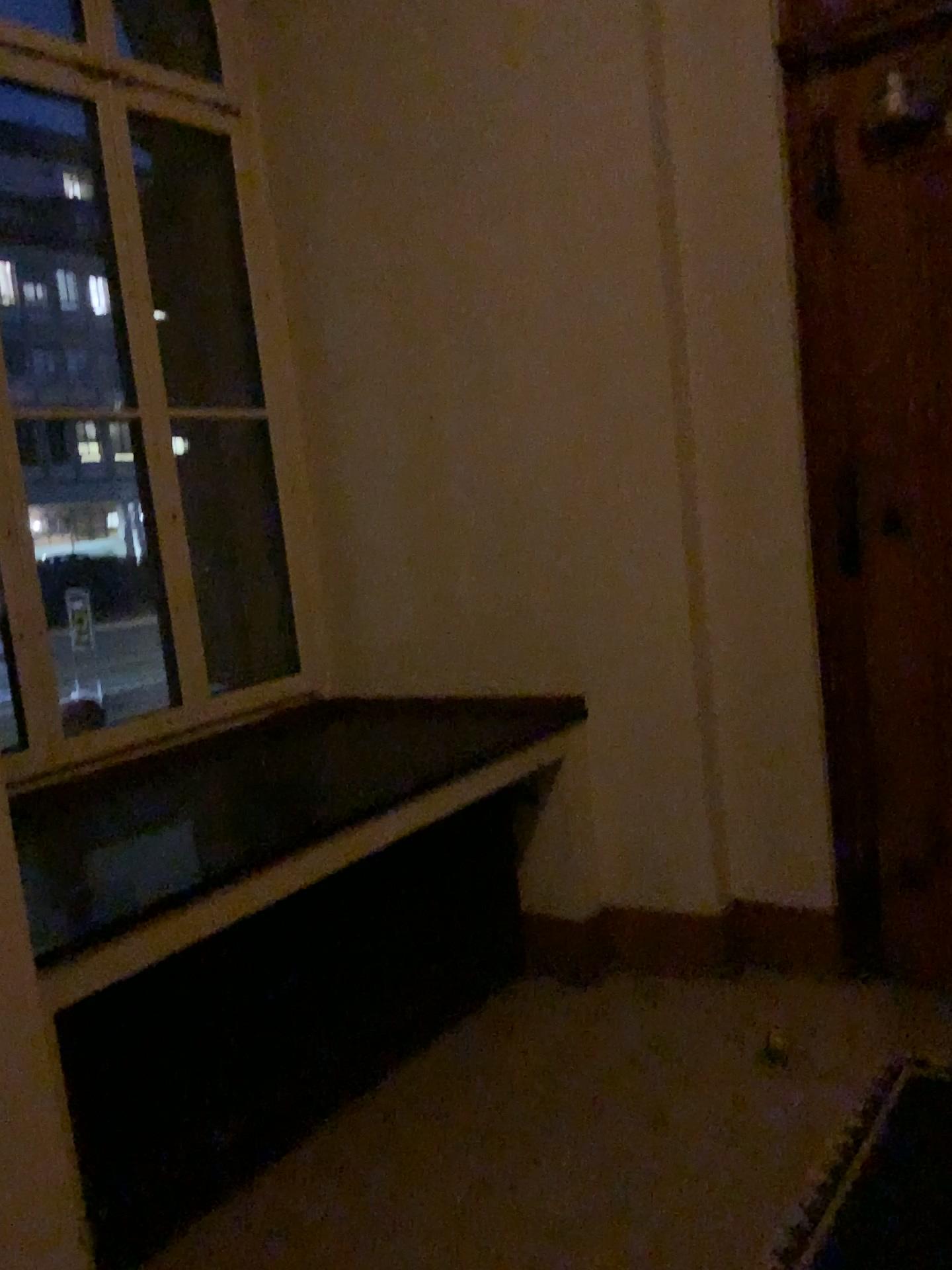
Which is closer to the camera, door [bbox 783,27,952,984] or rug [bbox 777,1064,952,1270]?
rug [bbox 777,1064,952,1270]

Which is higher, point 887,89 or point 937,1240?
point 887,89

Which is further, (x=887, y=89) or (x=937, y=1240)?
(x=887, y=89)

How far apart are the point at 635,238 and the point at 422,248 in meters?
0.8
